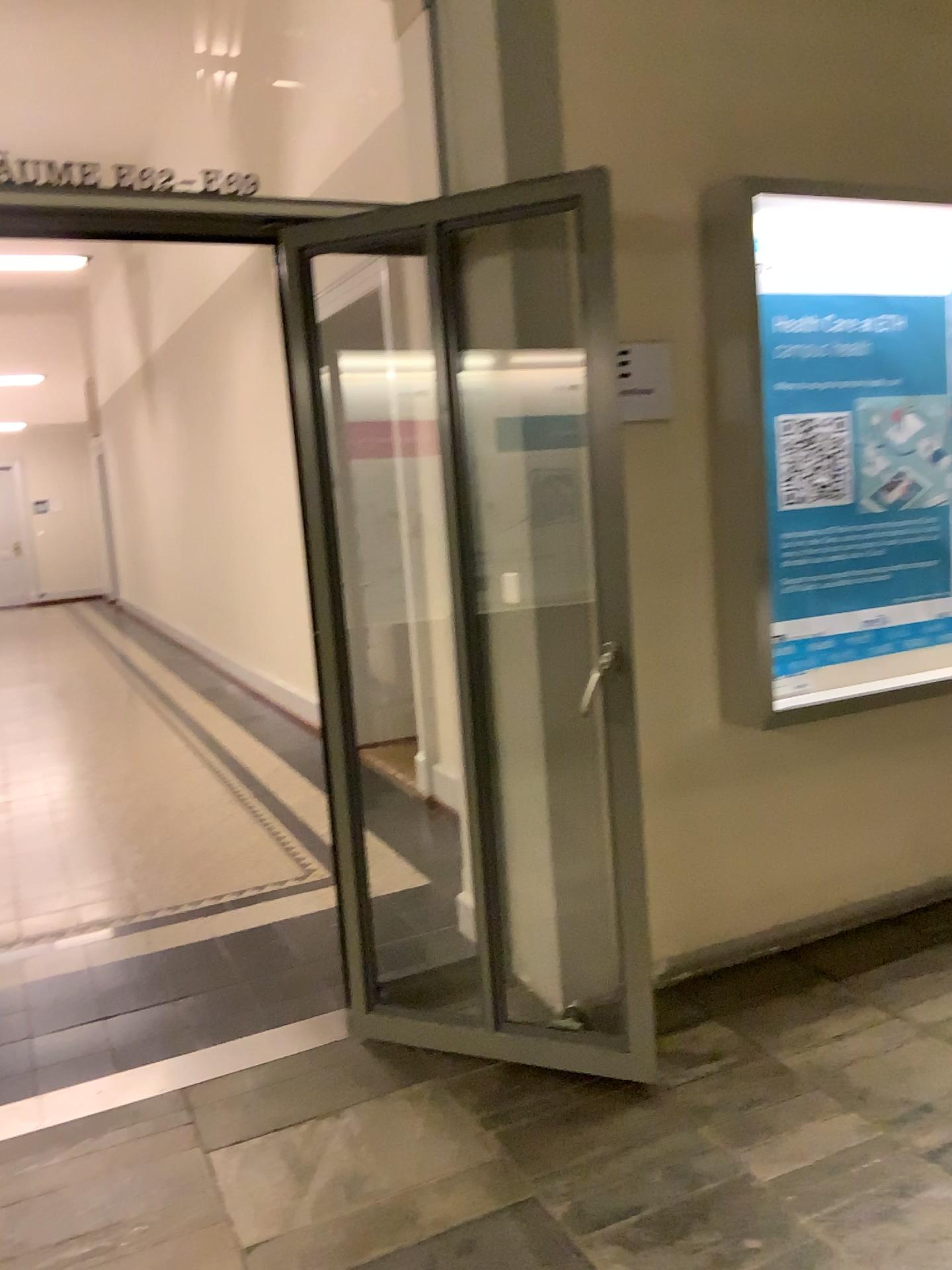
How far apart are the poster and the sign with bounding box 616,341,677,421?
0.32m

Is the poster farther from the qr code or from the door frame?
the door frame

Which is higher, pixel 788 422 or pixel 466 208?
pixel 466 208

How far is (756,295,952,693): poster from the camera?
3.1 meters

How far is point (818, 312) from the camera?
3.1 meters

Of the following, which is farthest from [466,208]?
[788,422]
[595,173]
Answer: [788,422]

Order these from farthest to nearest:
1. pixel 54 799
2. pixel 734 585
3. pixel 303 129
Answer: pixel 303 129, pixel 54 799, pixel 734 585

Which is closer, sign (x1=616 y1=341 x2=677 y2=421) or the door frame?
the door frame

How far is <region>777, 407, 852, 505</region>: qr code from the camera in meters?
3.1 m

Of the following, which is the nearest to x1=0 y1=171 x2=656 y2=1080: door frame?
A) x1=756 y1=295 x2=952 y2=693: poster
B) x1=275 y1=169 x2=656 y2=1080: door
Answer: x1=275 y1=169 x2=656 y2=1080: door
